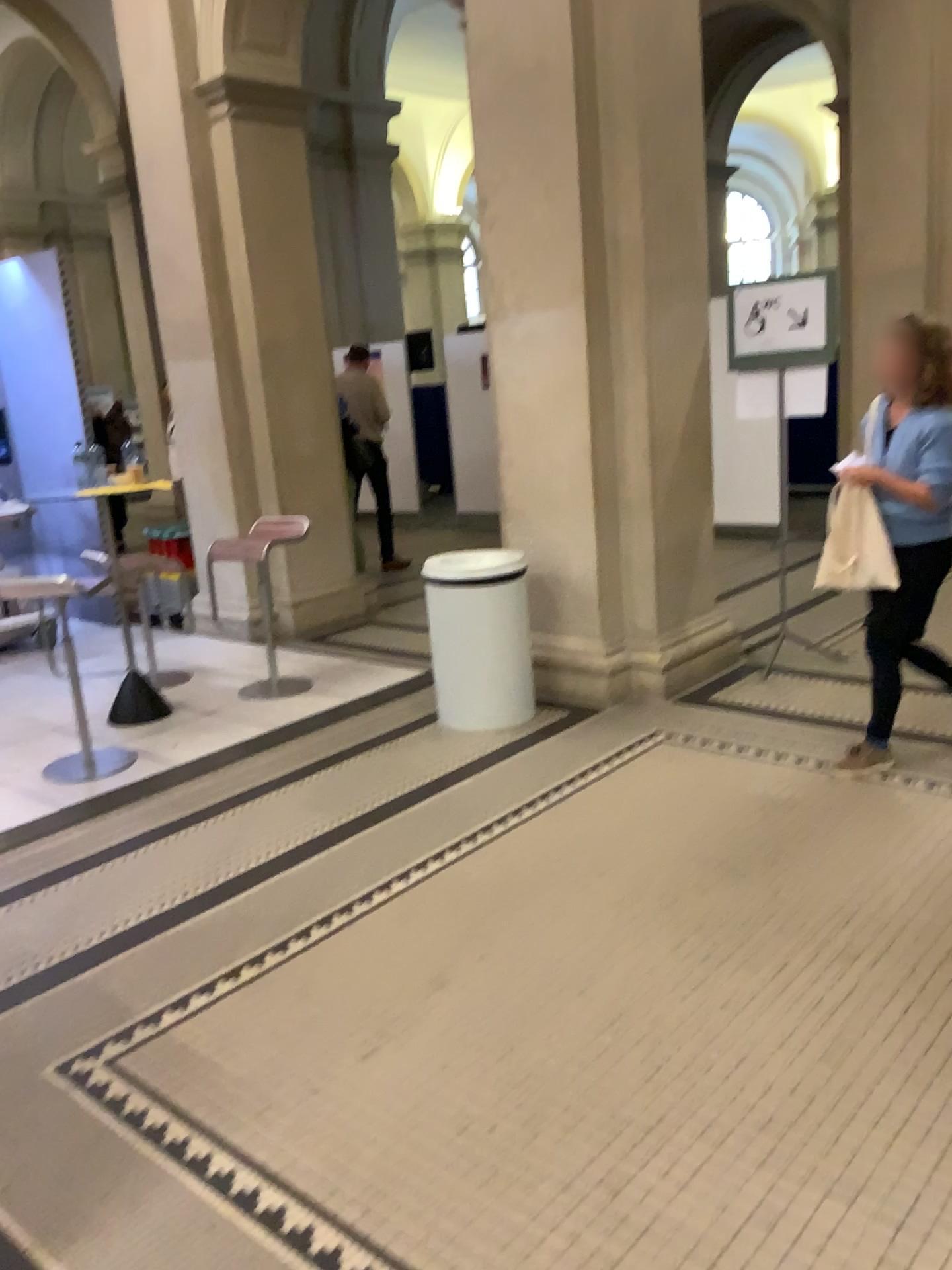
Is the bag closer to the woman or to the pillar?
the woman

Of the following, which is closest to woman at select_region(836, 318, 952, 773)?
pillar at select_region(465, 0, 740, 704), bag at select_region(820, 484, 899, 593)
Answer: bag at select_region(820, 484, 899, 593)

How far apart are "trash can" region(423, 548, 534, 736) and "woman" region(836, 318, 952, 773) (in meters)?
1.47

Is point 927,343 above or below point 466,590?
above

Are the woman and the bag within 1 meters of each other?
yes

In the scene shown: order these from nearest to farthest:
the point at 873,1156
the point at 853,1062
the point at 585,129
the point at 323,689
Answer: the point at 873,1156 < the point at 853,1062 < the point at 585,129 < the point at 323,689

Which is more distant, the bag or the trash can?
the trash can

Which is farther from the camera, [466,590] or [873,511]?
[466,590]

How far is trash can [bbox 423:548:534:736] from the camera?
4.47m

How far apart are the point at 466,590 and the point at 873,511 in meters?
1.7 m
